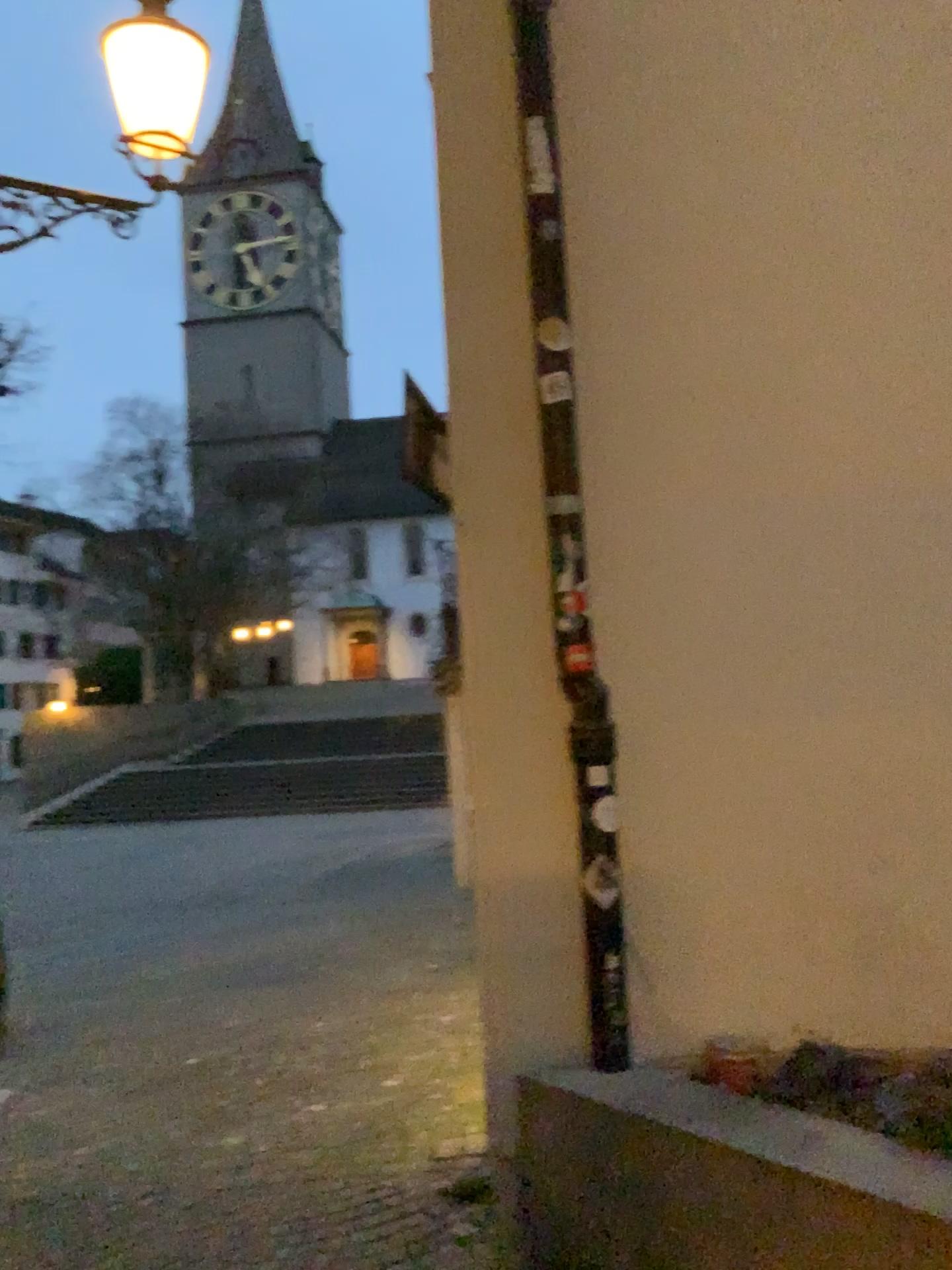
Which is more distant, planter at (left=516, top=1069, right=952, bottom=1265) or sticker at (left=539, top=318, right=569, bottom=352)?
sticker at (left=539, top=318, right=569, bottom=352)

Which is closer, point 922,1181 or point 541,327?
point 922,1181

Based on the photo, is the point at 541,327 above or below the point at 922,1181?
above

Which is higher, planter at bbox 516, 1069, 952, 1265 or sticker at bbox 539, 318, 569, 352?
sticker at bbox 539, 318, 569, 352

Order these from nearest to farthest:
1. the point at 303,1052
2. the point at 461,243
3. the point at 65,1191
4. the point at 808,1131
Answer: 1. the point at 808,1131
2. the point at 461,243
3. the point at 65,1191
4. the point at 303,1052
